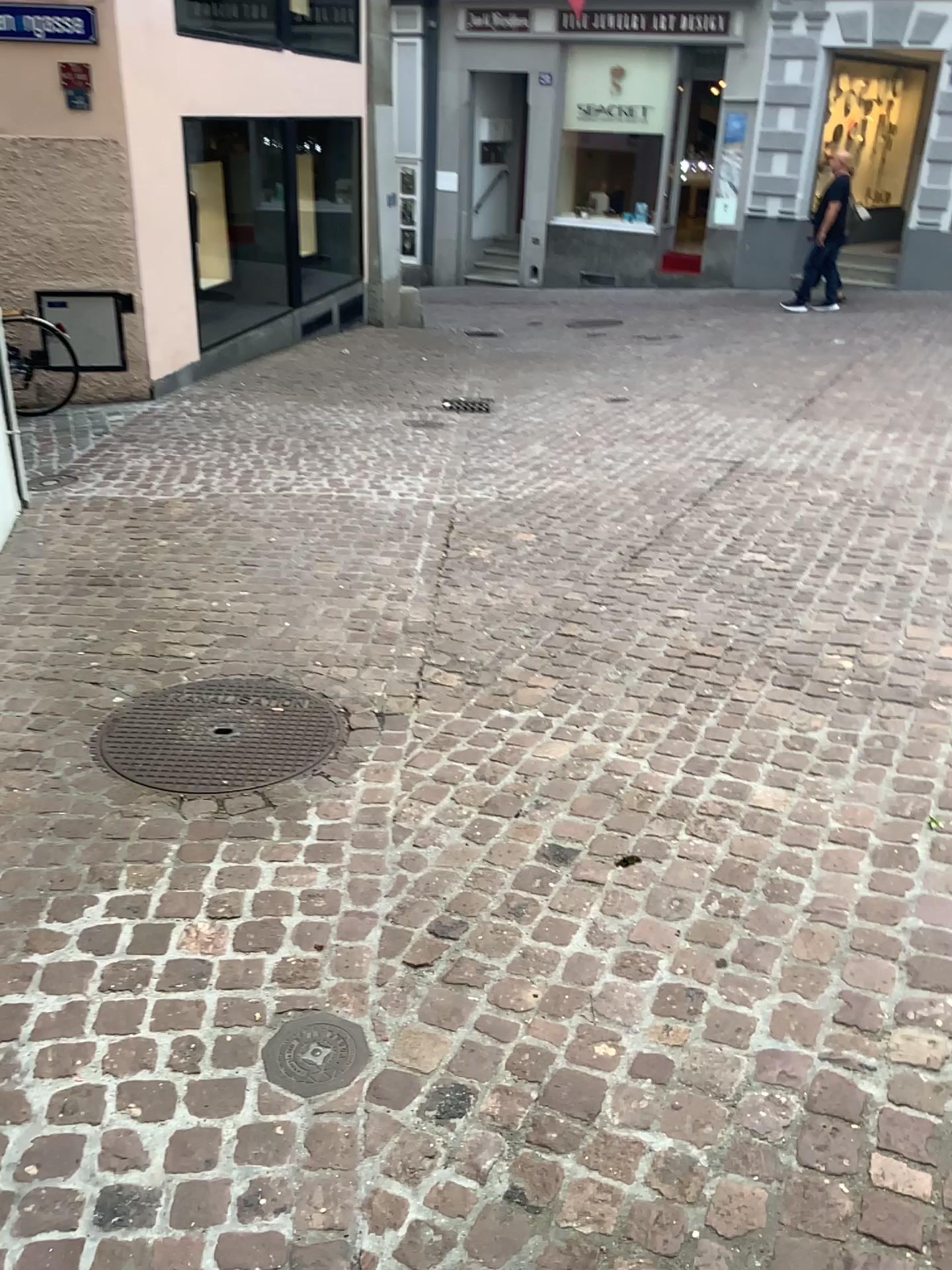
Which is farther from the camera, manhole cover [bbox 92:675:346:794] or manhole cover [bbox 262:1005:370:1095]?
manhole cover [bbox 92:675:346:794]

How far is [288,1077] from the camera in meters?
1.9 m

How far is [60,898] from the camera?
2.36m

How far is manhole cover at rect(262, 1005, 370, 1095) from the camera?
1.92m

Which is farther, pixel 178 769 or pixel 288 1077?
pixel 178 769
